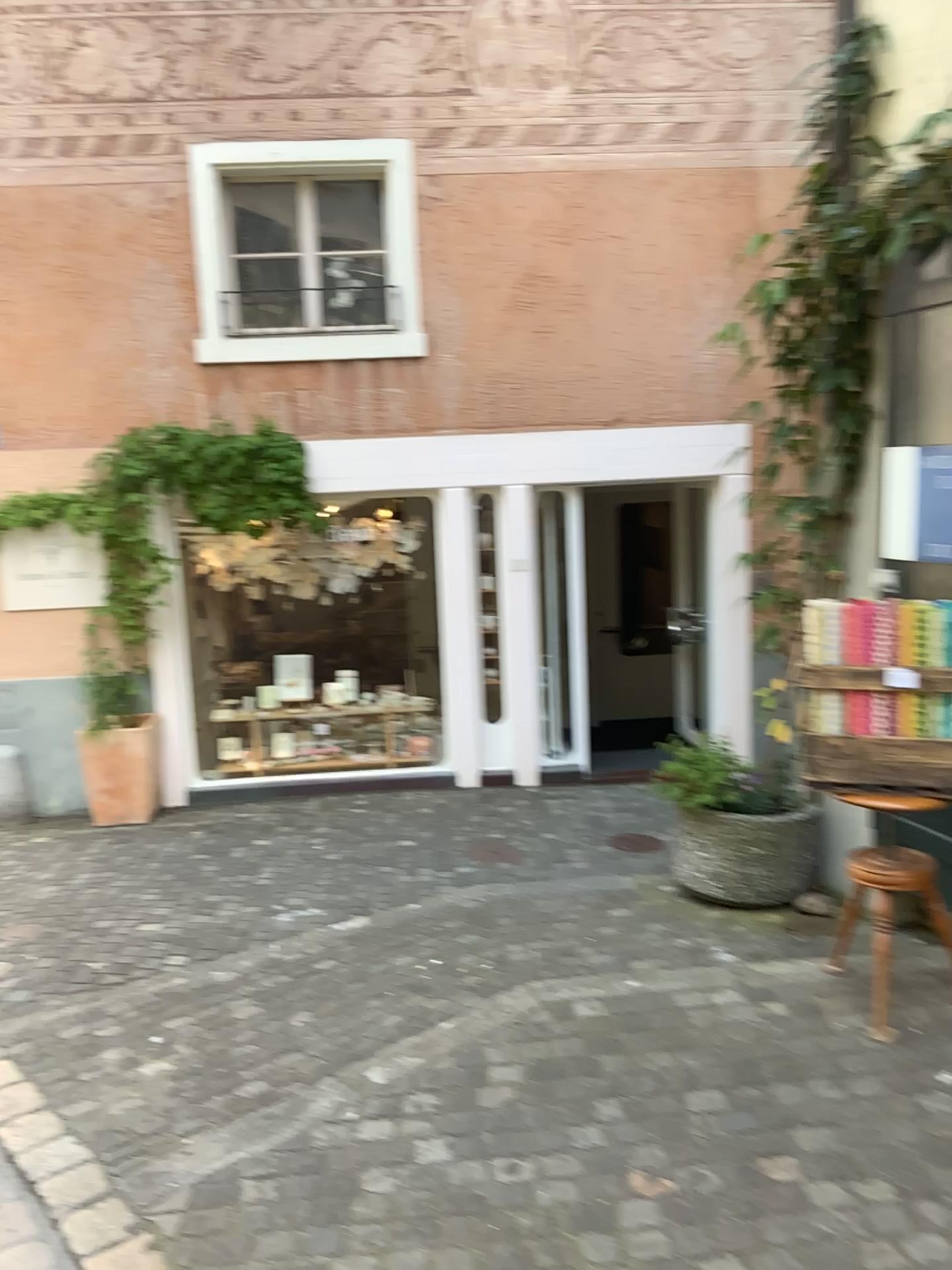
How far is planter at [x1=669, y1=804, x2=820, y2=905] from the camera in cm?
443

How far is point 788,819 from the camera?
4.4m

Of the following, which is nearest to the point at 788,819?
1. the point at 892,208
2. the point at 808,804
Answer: the point at 808,804

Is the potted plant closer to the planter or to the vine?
the planter

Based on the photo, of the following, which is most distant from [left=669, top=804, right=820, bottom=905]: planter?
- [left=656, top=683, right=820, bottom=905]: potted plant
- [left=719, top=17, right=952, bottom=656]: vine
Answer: [left=719, top=17, right=952, bottom=656]: vine

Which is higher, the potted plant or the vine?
the vine

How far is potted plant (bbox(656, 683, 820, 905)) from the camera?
4.4 meters

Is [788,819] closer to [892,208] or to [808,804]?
[808,804]

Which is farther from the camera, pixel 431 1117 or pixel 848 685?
pixel 848 685

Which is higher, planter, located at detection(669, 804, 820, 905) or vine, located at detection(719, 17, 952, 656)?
vine, located at detection(719, 17, 952, 656)
